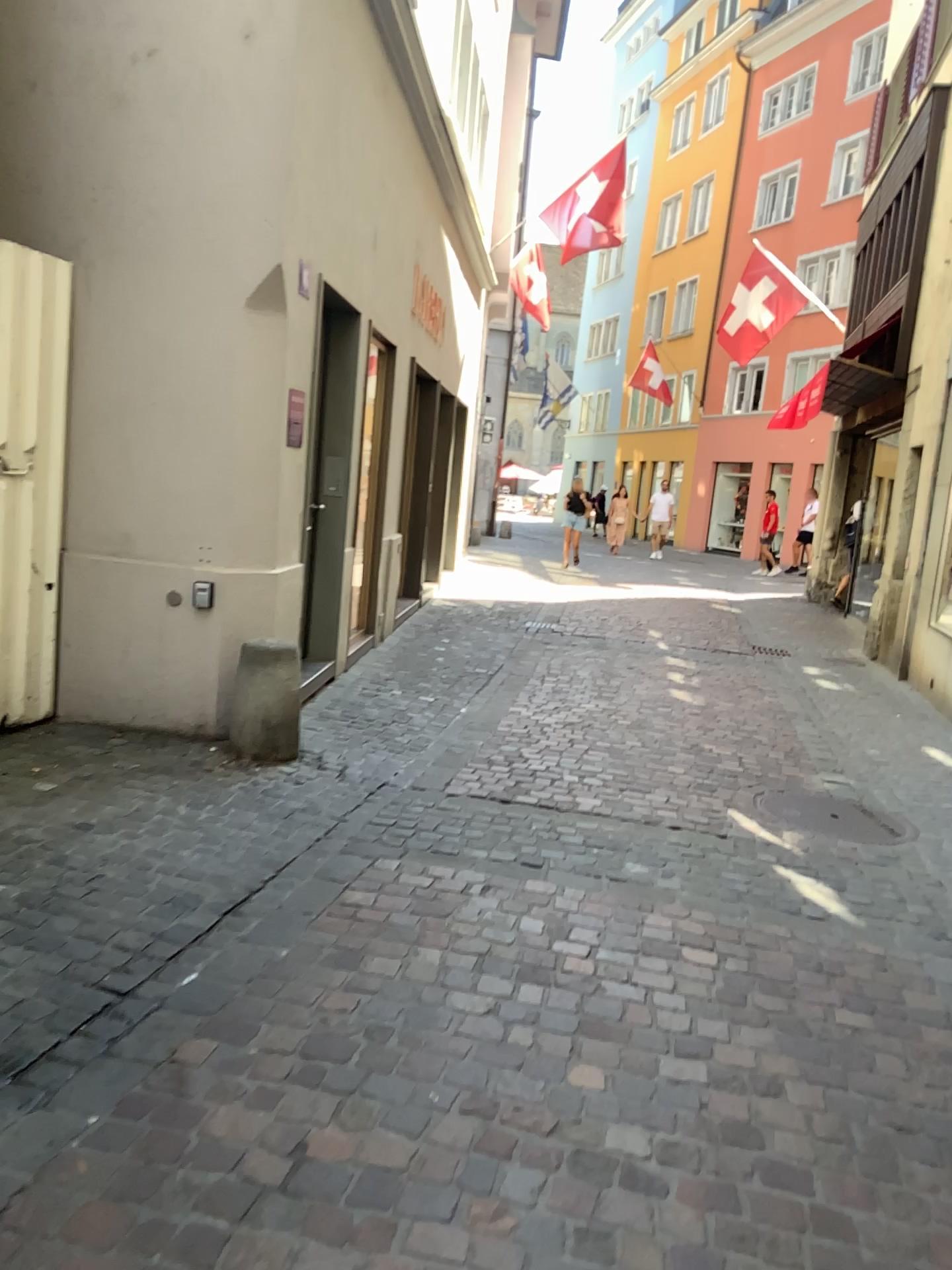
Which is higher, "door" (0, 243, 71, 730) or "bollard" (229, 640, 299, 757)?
"door" (0, 243, 71, 730)

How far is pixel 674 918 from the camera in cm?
356

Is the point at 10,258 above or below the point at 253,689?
above

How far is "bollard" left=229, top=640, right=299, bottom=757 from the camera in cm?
481

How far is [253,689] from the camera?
4.8 meters
